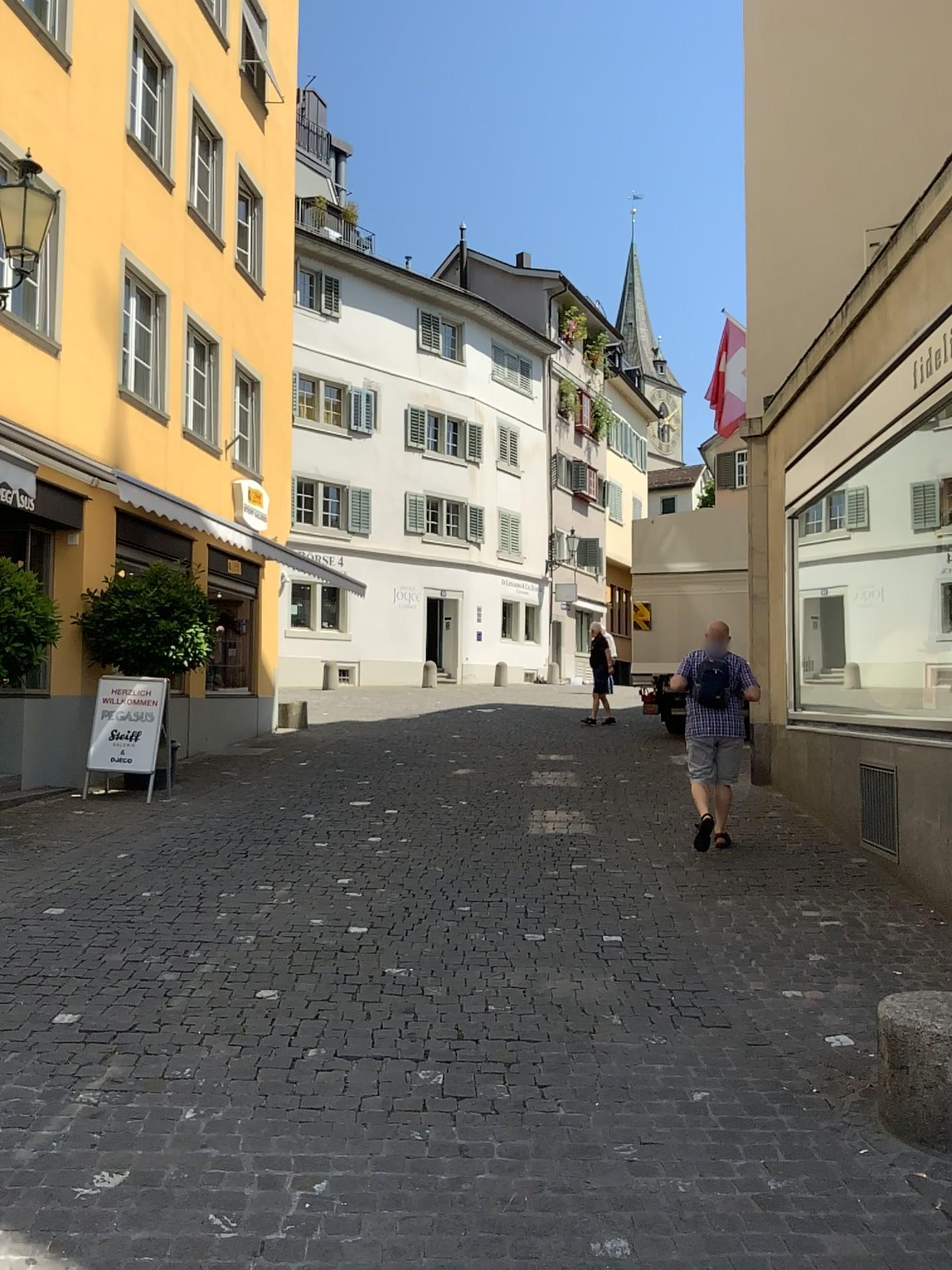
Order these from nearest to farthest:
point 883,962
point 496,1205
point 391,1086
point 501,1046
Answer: point 496,1205 < point 391,1086 < point 501,1046 < point 883,962
